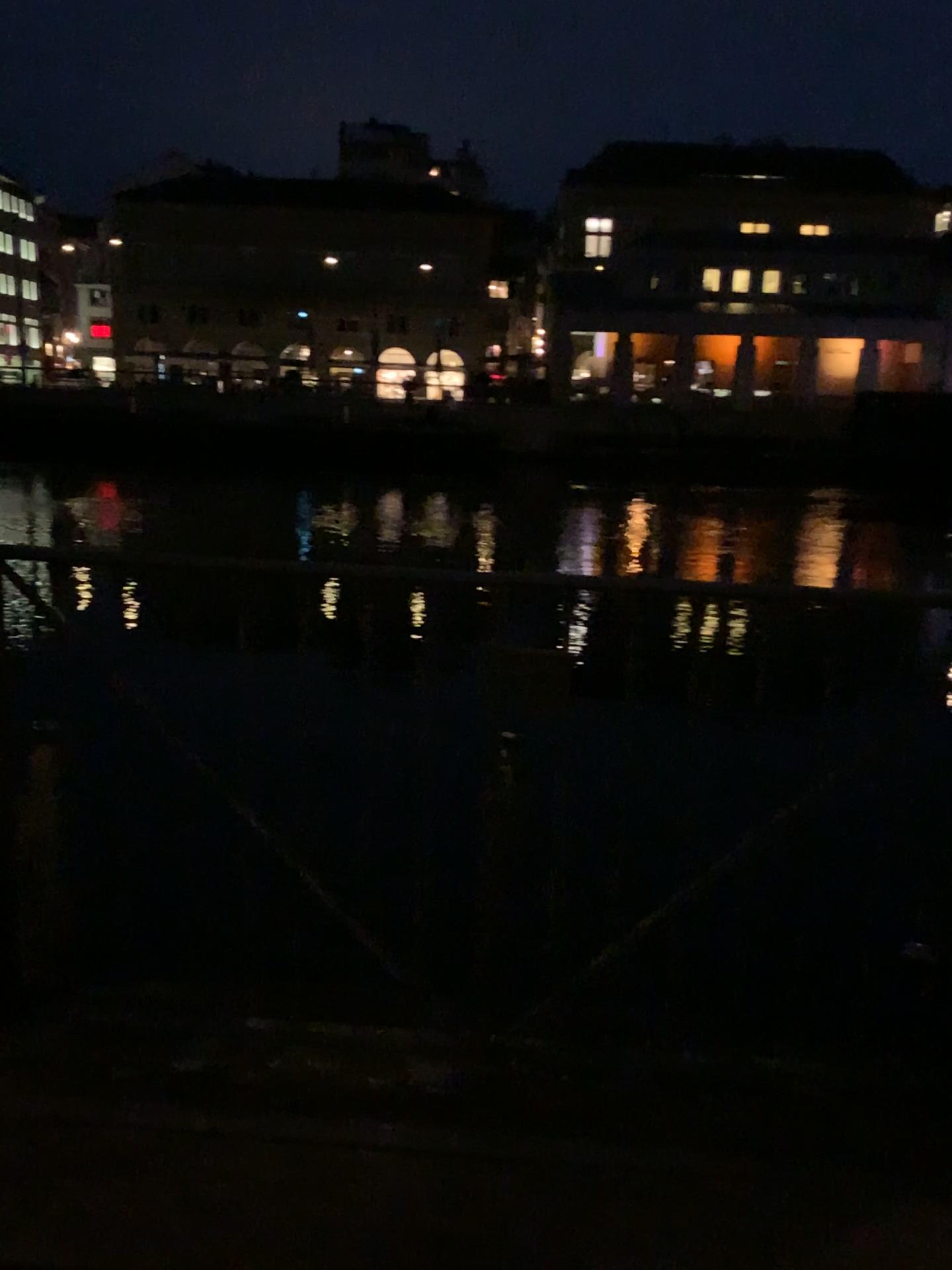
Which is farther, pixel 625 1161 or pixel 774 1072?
pixel 774 1072
